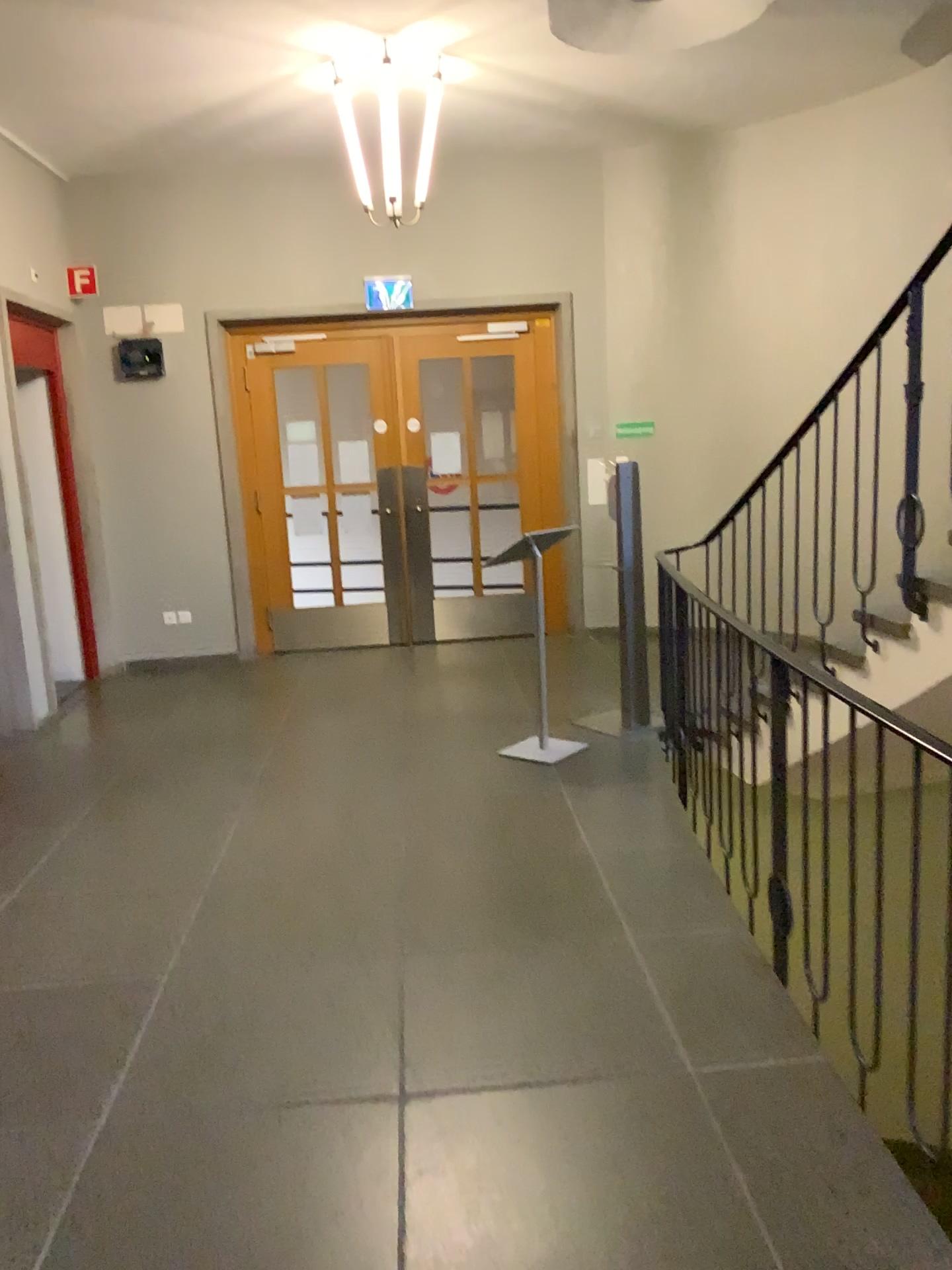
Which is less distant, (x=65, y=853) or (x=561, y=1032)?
(x=561, y=1032)
